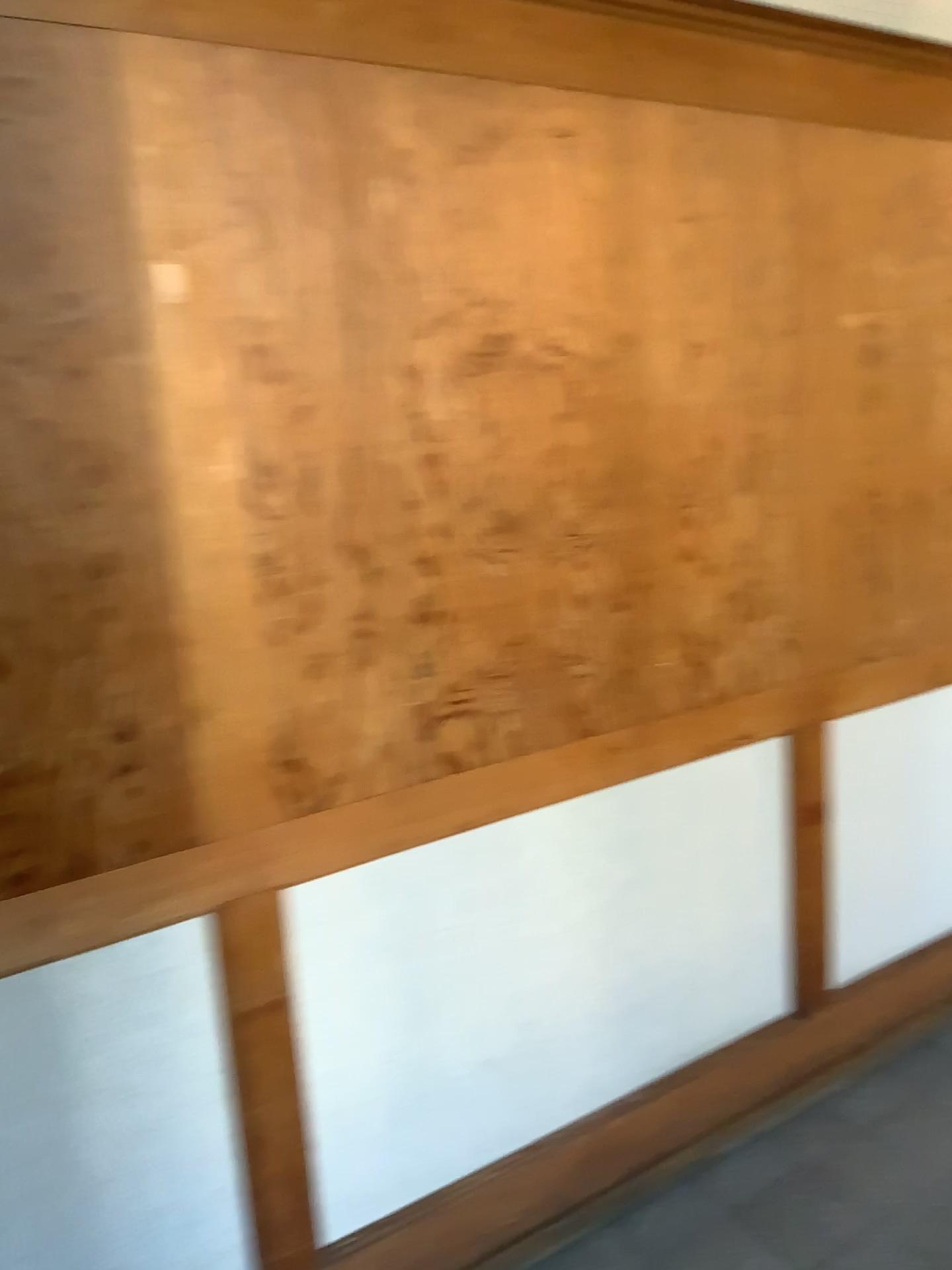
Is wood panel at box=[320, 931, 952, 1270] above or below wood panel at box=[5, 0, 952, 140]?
below

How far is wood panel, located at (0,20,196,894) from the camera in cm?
133

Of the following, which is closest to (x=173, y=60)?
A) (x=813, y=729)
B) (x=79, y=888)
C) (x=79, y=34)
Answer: (x=79, y=34)

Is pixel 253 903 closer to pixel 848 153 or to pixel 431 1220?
pixel 431 1220

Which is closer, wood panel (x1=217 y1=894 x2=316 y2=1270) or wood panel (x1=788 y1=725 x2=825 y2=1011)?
wood panel (x1=217 y1=894 x2=316 y2=1270)

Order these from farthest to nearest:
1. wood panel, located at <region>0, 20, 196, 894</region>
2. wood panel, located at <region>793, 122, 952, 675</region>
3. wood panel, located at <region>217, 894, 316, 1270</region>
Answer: wood panel, located at <region>793, 122, 952, 675</region> < wood panel, located at <region>217, 894, 316, 1270</region> < wood panel, located at <region>0, 20, 196, 894</region>

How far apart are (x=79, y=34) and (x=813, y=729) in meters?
1.8

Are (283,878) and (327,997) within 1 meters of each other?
yes

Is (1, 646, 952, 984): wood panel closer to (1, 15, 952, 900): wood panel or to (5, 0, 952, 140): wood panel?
(1, 15, 952, 900): wood panel

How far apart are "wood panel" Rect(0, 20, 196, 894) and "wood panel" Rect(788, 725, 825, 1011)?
1.33m
